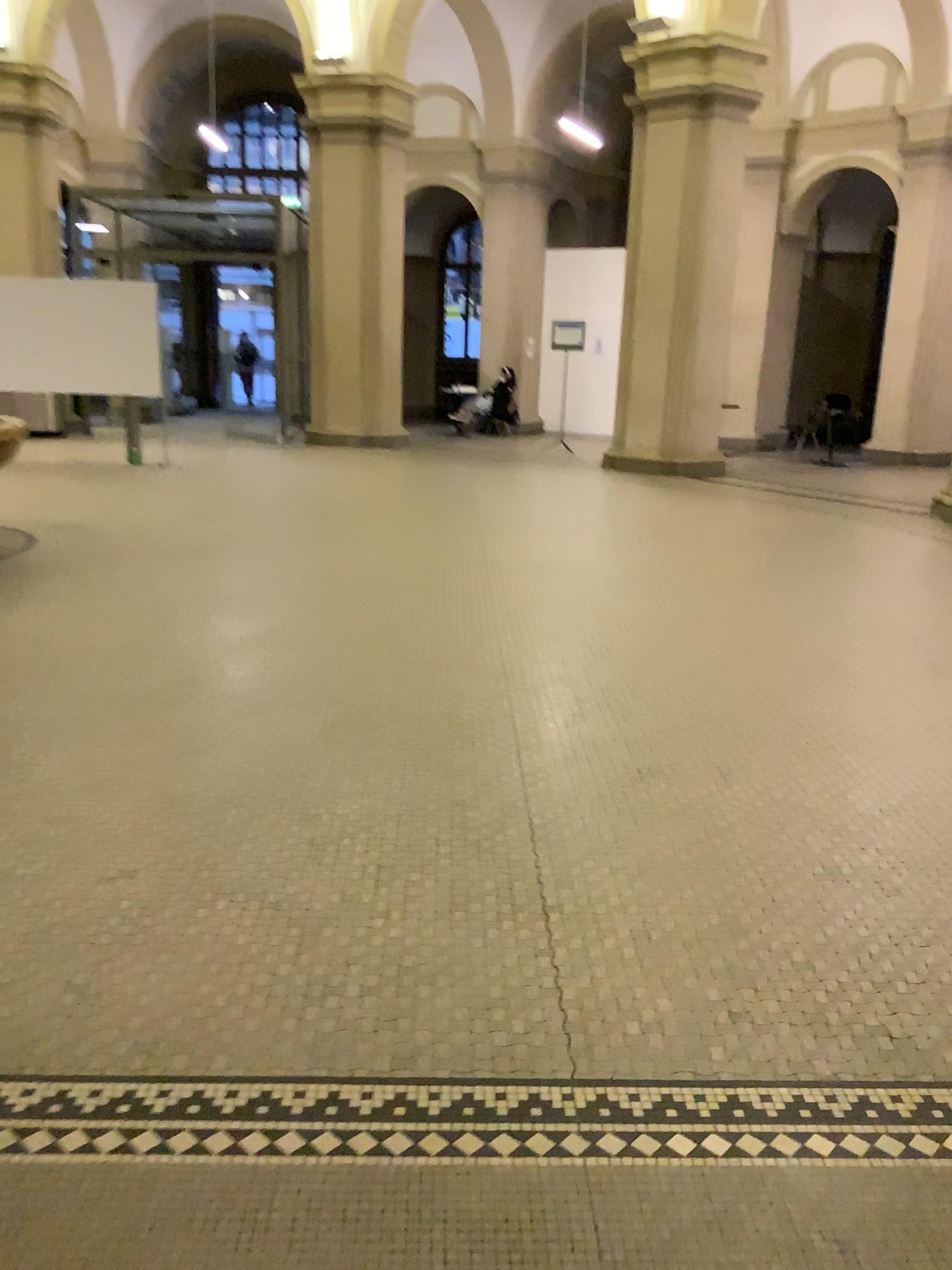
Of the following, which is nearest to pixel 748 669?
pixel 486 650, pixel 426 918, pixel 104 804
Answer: pixel 486 650
